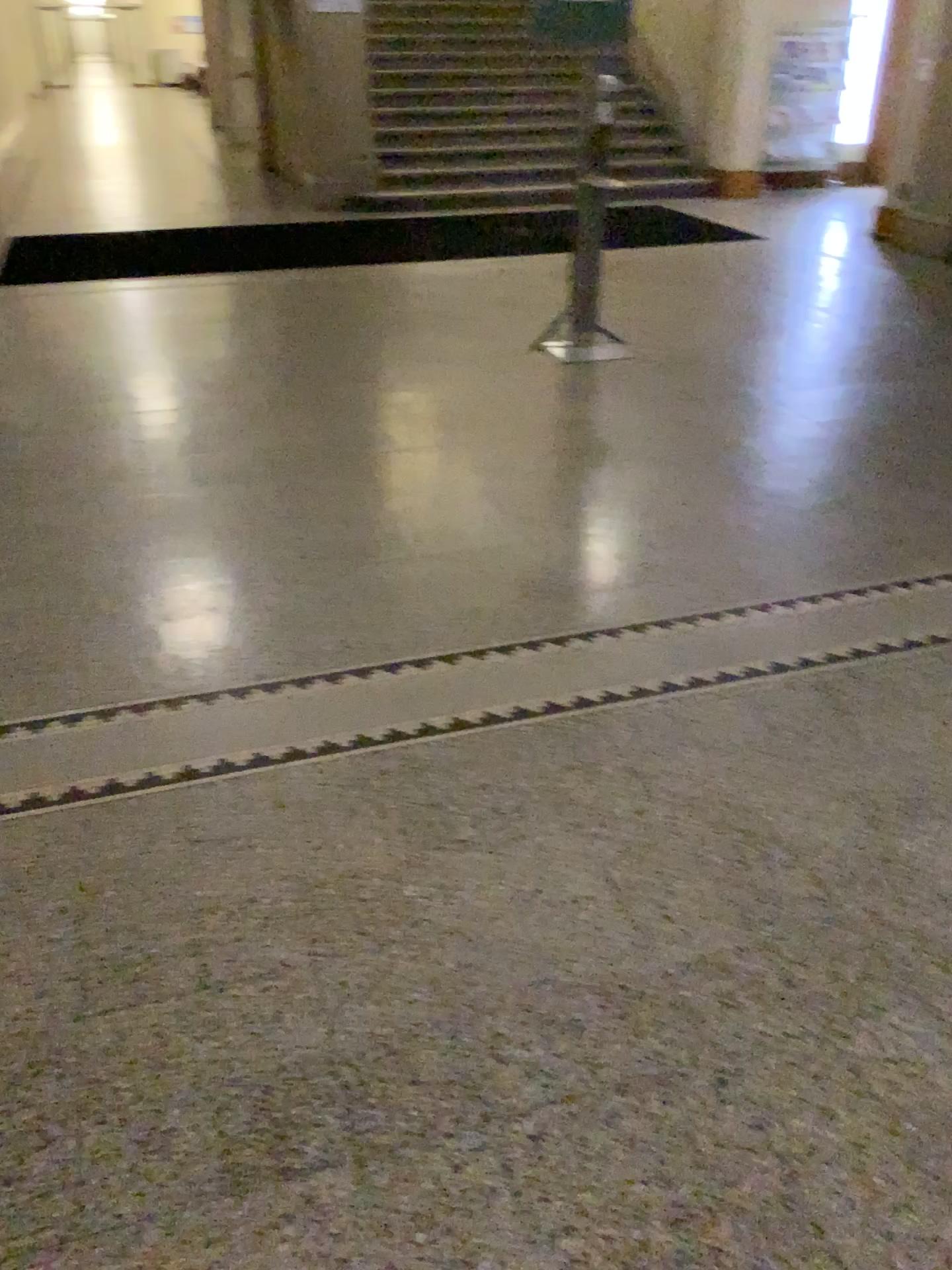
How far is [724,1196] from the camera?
1.53m
